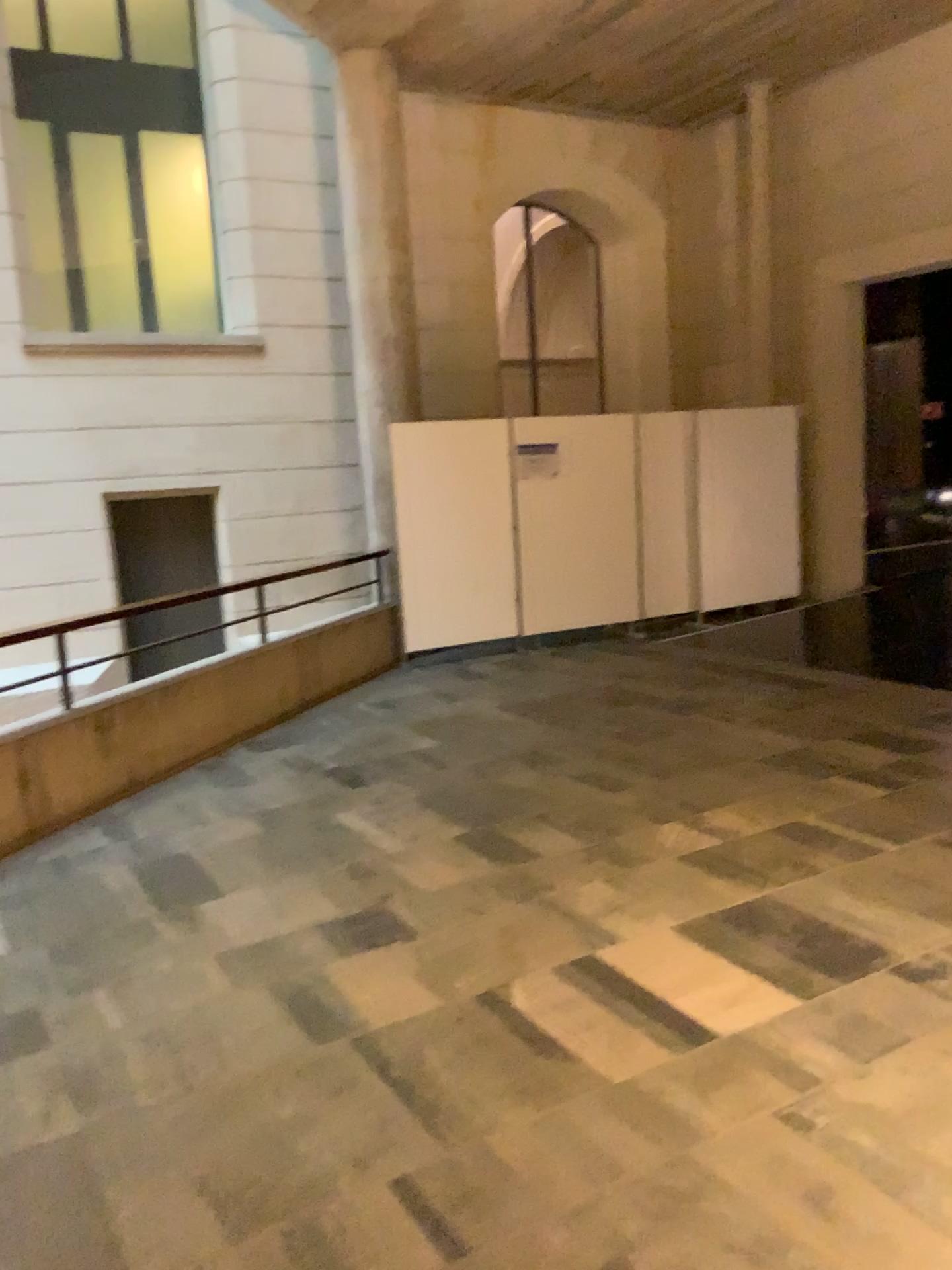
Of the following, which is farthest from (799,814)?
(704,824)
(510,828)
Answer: (510,828)
